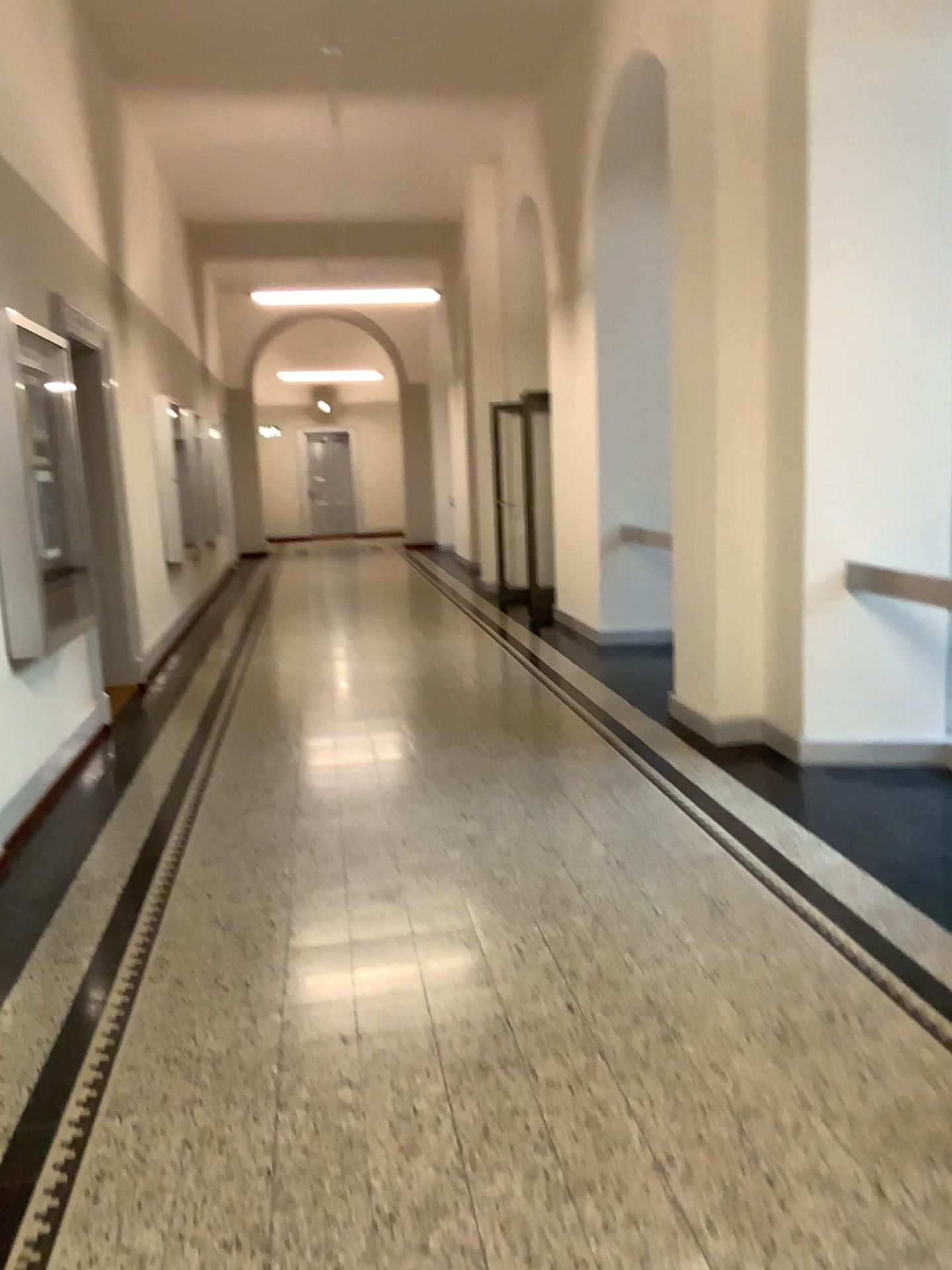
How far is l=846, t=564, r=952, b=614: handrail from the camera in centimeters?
477cm

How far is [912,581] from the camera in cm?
477

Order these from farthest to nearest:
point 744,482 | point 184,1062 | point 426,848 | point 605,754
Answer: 1. point 605,754
2. point 744,482
3. point 426,848
4. point 184,1062
